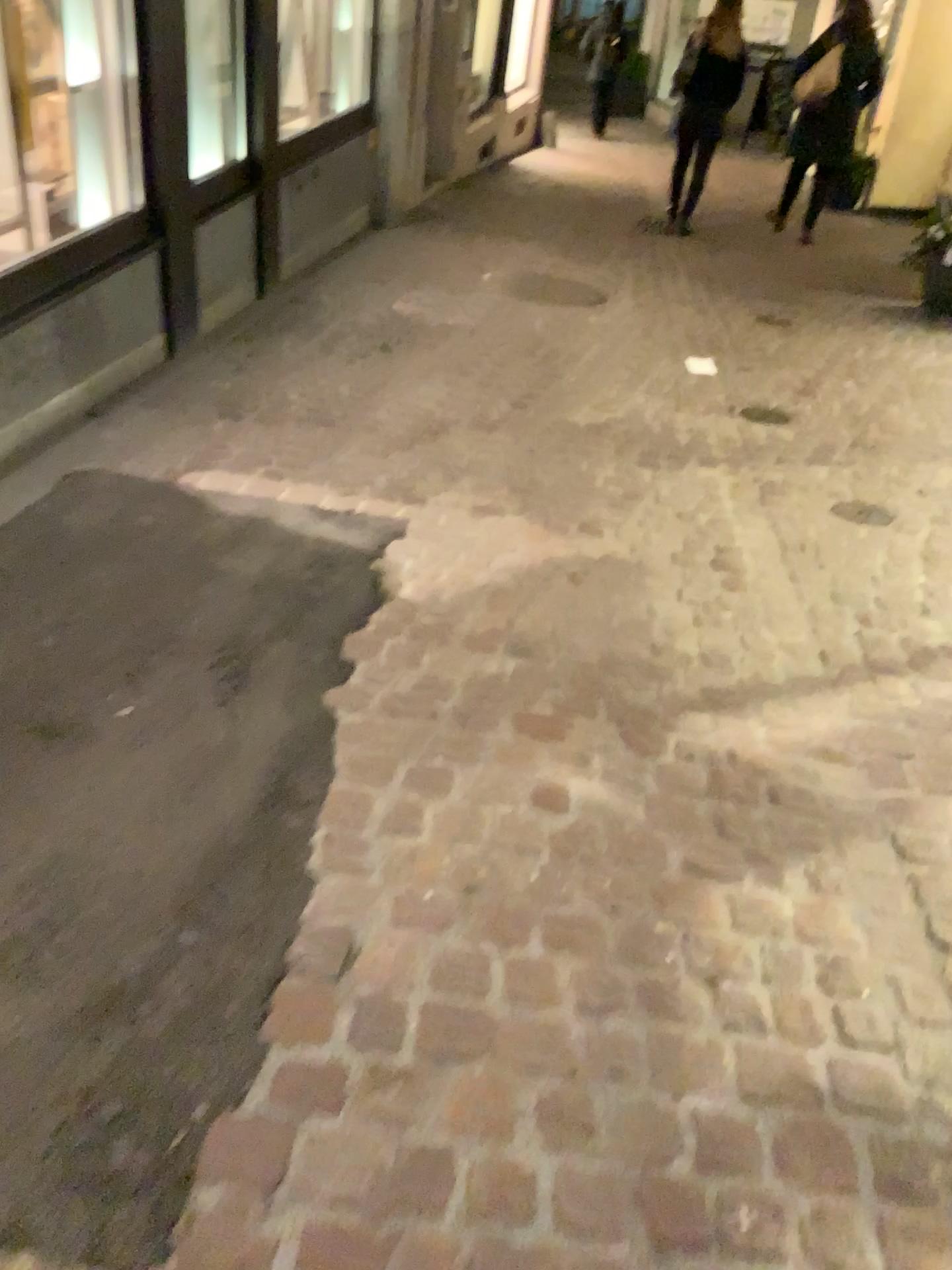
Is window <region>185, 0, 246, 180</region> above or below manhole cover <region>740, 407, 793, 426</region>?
above

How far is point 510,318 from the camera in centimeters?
526cm

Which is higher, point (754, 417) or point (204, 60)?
point (204, 60)
